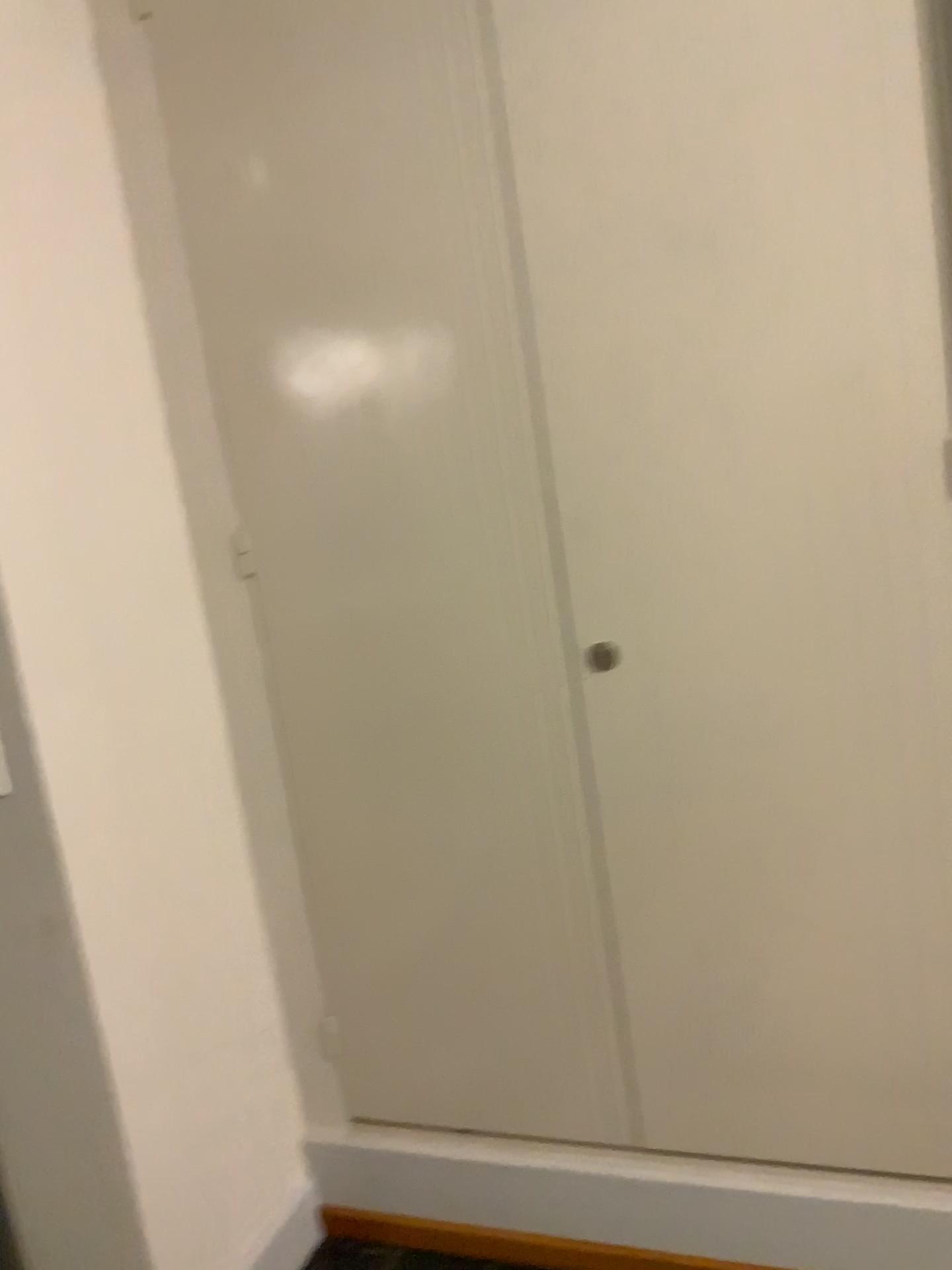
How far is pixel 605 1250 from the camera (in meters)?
1.93

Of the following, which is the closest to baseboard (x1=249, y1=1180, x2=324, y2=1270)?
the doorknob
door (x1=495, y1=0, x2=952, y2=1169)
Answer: door (x1=495, y1=0, x2=952, y2=1169)

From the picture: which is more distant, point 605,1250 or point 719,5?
point 605,1250

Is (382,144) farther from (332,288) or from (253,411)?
(253,411)

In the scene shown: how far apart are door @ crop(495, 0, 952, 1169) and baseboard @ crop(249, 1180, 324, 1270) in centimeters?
73cm

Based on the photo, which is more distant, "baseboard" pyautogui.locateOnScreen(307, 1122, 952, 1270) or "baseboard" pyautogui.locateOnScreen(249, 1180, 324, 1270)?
"baseboard" pyautogui.locateOnScreen(249, 1180, 324, 1270)

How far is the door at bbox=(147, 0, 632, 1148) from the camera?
1.7m

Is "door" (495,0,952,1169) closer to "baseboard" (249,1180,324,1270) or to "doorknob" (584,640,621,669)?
"doorknob" (584,640,621,669)

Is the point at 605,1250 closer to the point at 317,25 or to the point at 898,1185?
the point at 898,1185

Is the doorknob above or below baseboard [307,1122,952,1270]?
above
